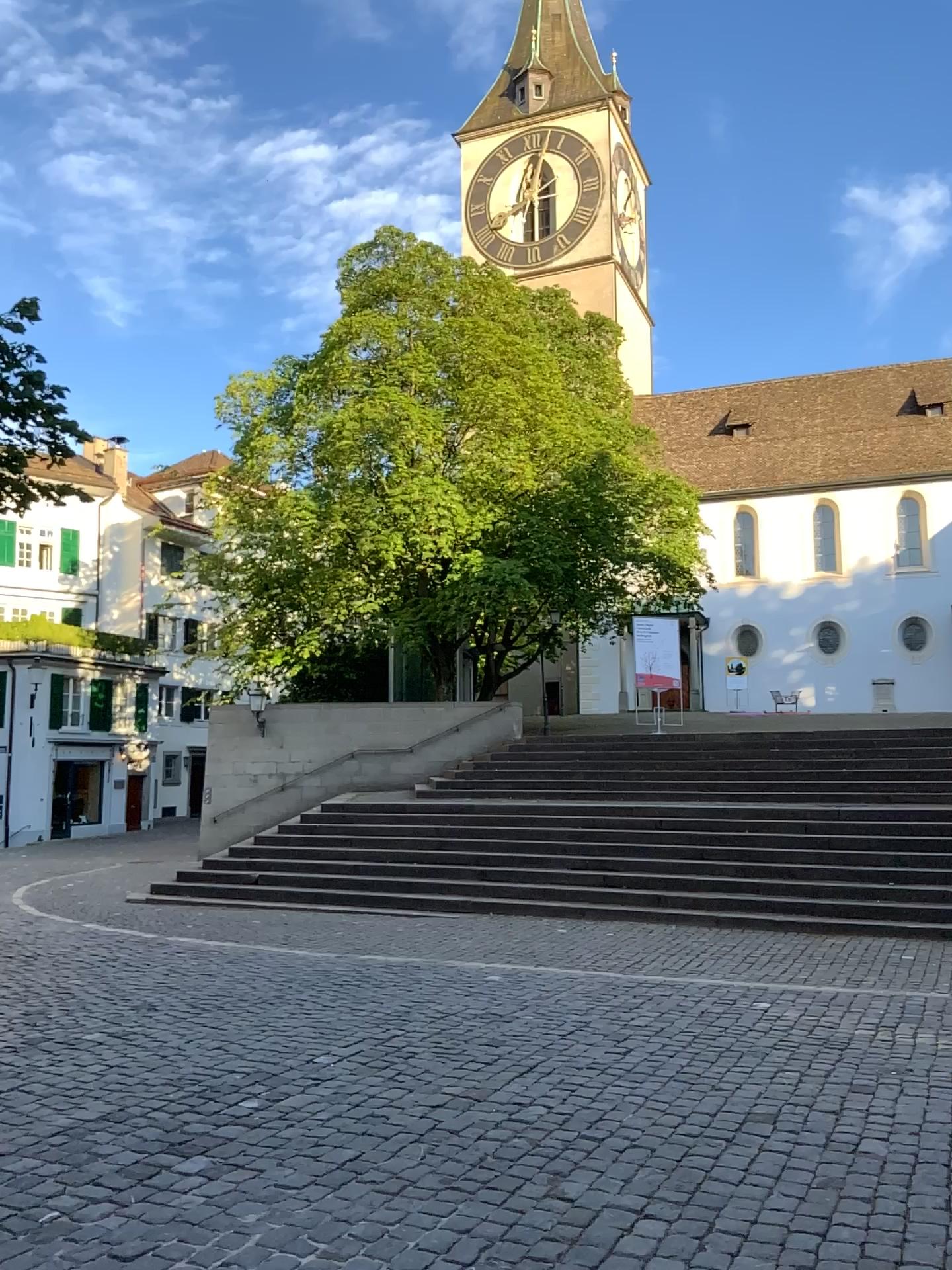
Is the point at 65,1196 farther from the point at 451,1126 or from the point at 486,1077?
the point at 486,1077
